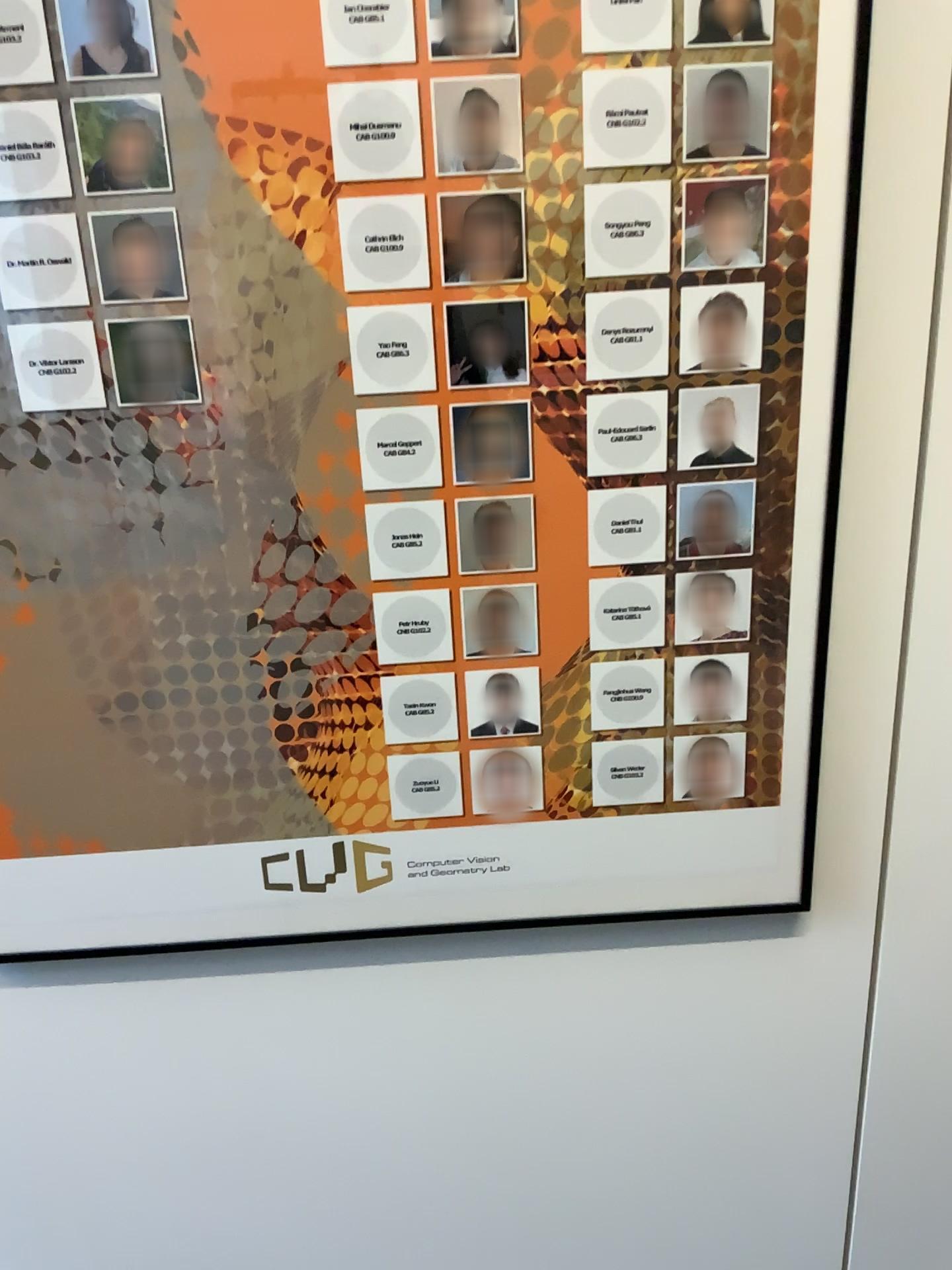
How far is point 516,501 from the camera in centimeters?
100cm

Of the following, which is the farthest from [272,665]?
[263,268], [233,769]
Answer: [263,268]

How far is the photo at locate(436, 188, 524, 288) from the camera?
0.9 meters

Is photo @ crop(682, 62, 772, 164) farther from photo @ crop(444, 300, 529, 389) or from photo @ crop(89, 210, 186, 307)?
photo @ crop(89, 210, 186, 307)

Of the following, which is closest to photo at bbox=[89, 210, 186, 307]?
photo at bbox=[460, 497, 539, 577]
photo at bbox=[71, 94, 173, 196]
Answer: photo at bbox=[71, 94, 173, 196]

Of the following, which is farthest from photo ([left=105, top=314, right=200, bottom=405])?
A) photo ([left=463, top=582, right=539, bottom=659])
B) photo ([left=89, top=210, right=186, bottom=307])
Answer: photo ([left=463, top=582, right=539, bottom=659])

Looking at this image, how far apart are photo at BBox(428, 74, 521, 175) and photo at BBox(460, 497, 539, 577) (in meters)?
0.29

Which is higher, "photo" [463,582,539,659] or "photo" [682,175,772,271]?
"photo" [682,175,772,271]

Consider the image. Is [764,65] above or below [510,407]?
above

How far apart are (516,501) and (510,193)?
0.3m
